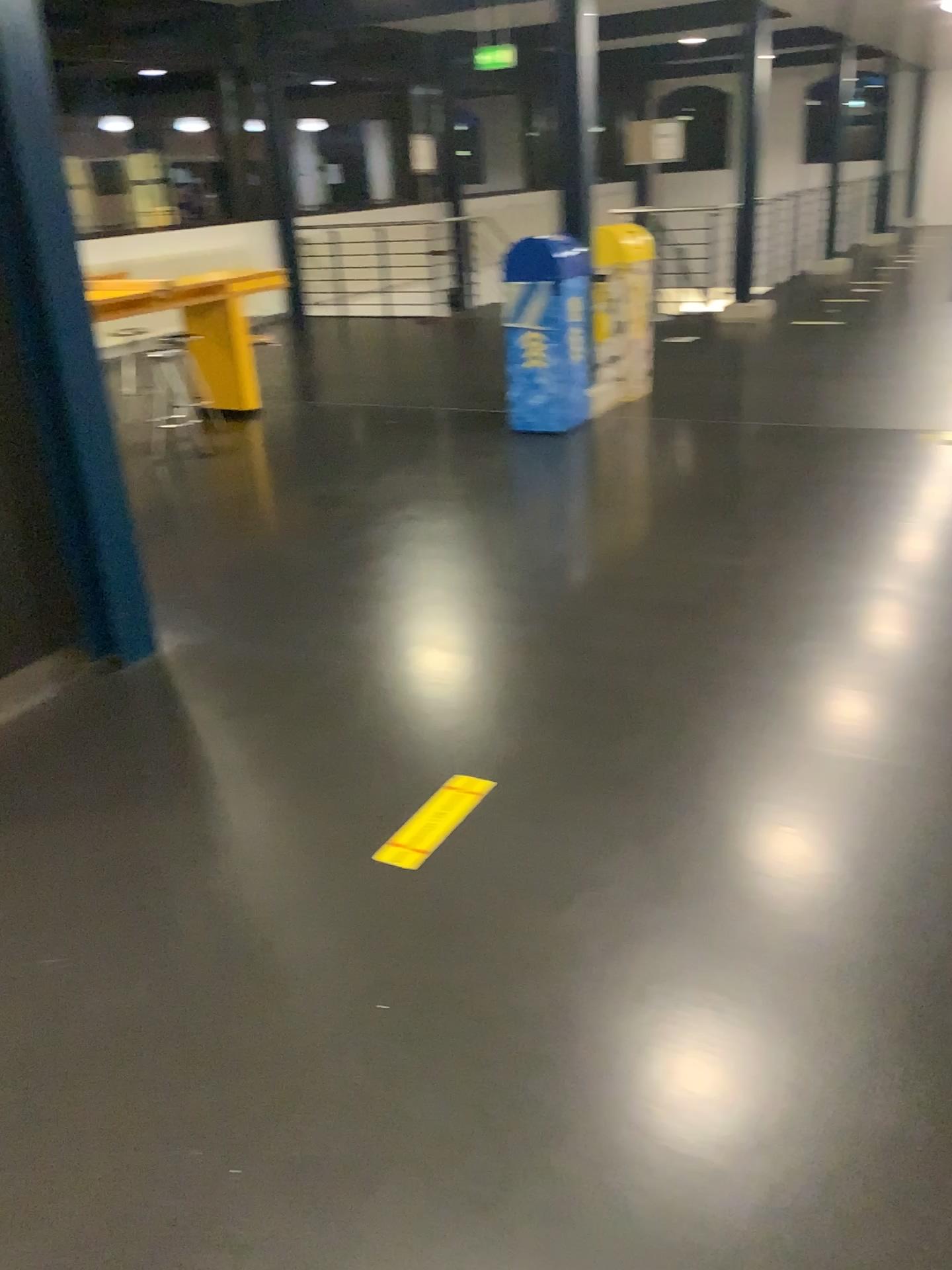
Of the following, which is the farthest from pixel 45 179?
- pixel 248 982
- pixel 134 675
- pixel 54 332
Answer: pixel 248 982

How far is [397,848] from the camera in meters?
2.4 m

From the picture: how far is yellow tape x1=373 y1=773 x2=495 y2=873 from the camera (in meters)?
2.37
